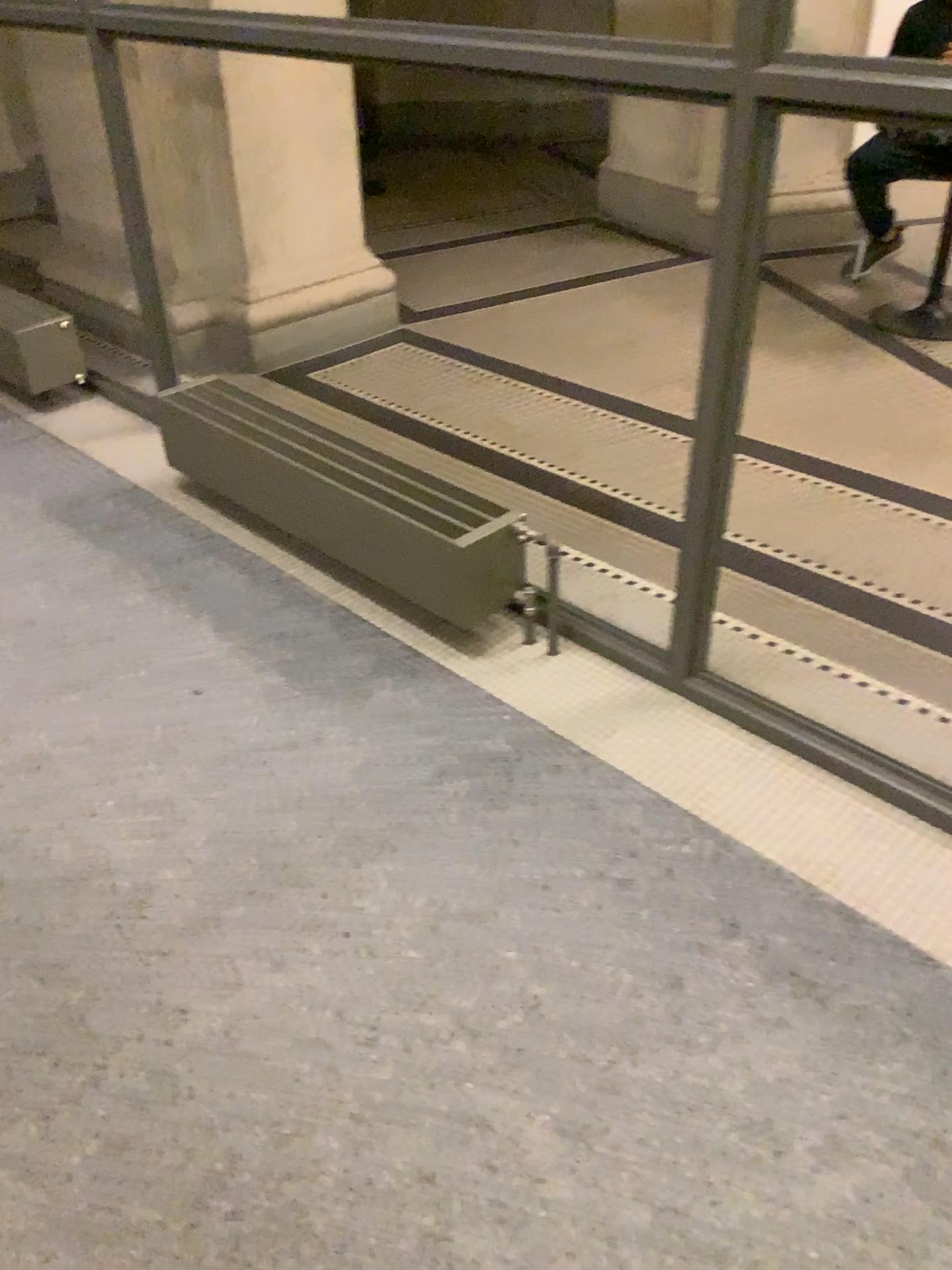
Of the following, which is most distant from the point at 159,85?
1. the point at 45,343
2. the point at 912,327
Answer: the point at 912,327

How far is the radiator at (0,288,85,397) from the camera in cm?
346

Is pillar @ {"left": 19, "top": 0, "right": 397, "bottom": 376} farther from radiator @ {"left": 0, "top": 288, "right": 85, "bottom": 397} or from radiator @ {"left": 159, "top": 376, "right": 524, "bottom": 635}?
radiator @ {"left": 159, "top": 376, "right": 524, "bottom": 635}

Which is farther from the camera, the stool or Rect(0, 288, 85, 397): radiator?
the stool

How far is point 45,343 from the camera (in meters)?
3.46

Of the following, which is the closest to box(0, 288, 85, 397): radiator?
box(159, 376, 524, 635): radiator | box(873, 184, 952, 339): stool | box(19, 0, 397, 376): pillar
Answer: box(19, 0, 397, 376): pillar

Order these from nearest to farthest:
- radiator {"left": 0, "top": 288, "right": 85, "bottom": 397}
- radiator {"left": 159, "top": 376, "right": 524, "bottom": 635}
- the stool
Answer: radiator {"left": 159, "top": 376, "right": 524, "bottom": 635}
radiator {"left": 0, "top": 288, "right": 85, "bottom": 397}
the stool

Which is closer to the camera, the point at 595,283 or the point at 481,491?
the point at 481,491

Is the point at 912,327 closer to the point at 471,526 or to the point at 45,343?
the point at 471,526

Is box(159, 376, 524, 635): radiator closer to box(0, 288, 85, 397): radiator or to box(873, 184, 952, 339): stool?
box(0, 288, 85, 397): radiator
